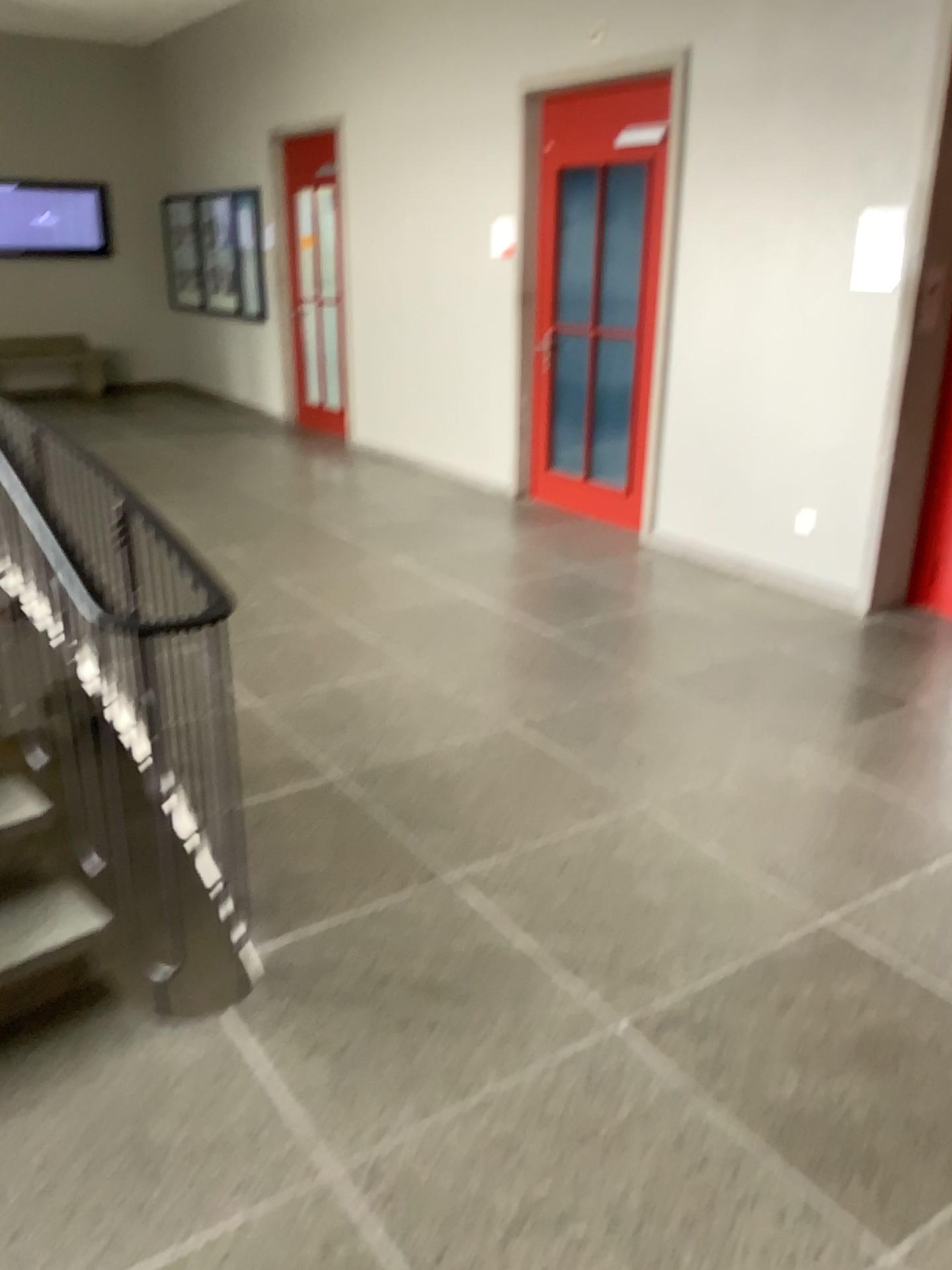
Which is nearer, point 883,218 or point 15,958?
point 15,958

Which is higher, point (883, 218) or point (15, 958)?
point (883, 218)

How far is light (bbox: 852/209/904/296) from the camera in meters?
4.4 m

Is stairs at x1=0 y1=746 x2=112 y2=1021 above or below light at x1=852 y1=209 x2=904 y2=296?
below

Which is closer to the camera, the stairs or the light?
the stairs

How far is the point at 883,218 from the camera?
4.4 meters

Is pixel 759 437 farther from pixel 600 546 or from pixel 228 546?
pixel 228 546
